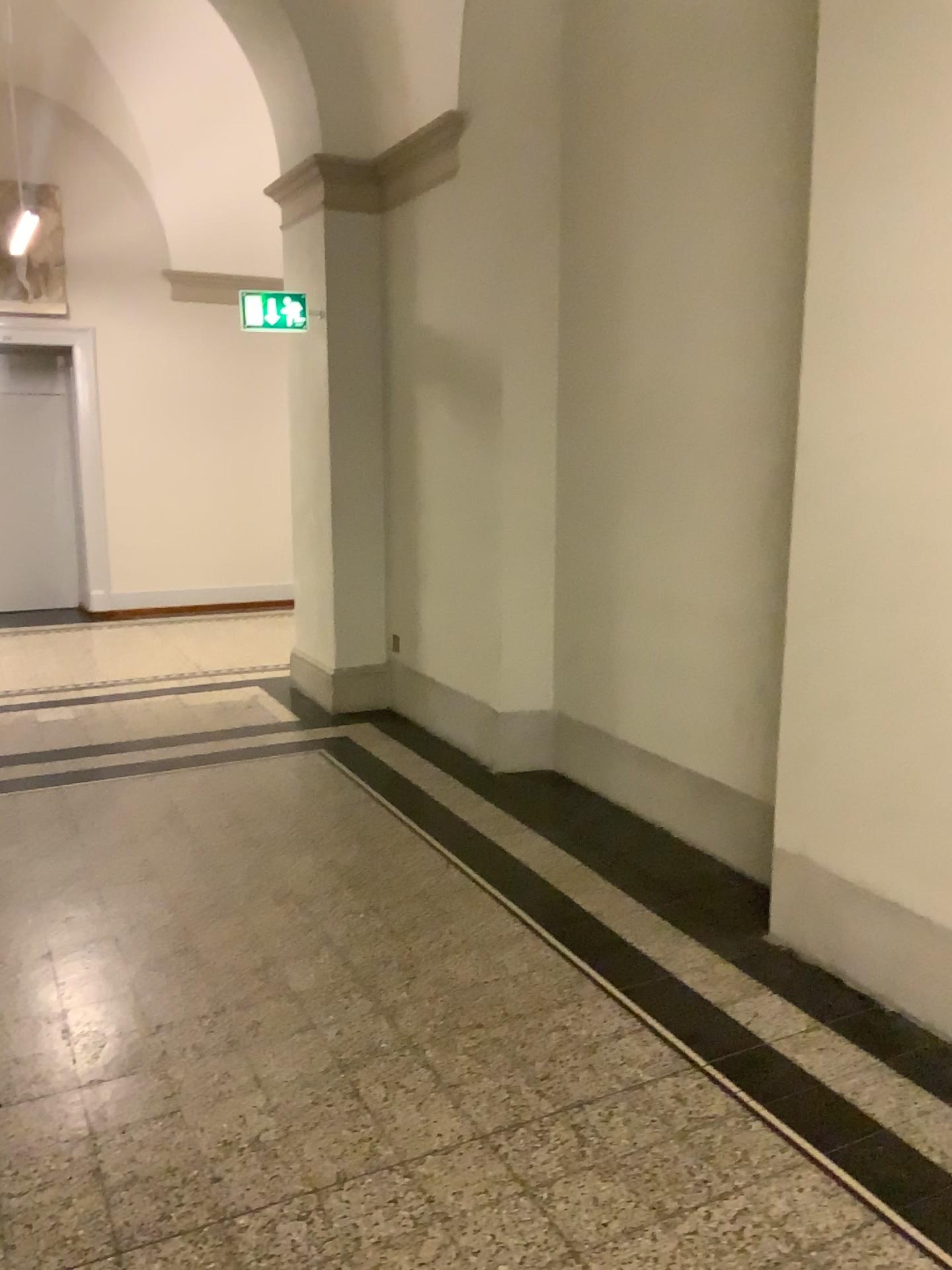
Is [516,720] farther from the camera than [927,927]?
Yes

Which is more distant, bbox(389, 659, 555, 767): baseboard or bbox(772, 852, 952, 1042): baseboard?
bbox(389, 659, 555, 767): baseboard

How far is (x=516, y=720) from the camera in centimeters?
500cm

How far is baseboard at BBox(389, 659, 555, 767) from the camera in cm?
500

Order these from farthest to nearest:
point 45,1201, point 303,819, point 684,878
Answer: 1. point 303,819
2. point 684,878
3. point 45,1201
